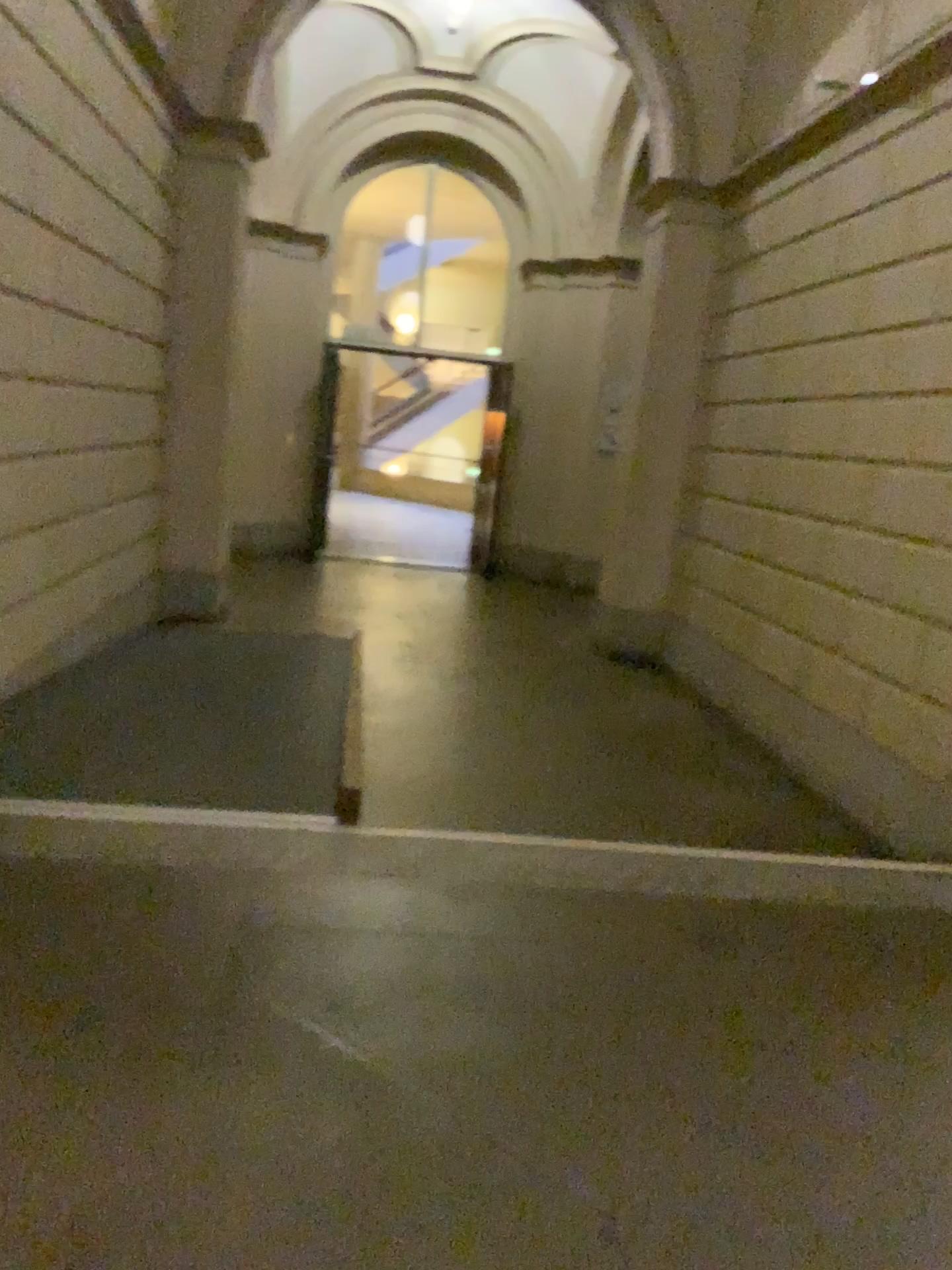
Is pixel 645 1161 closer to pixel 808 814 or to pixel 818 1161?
→ pixel 818 1161
